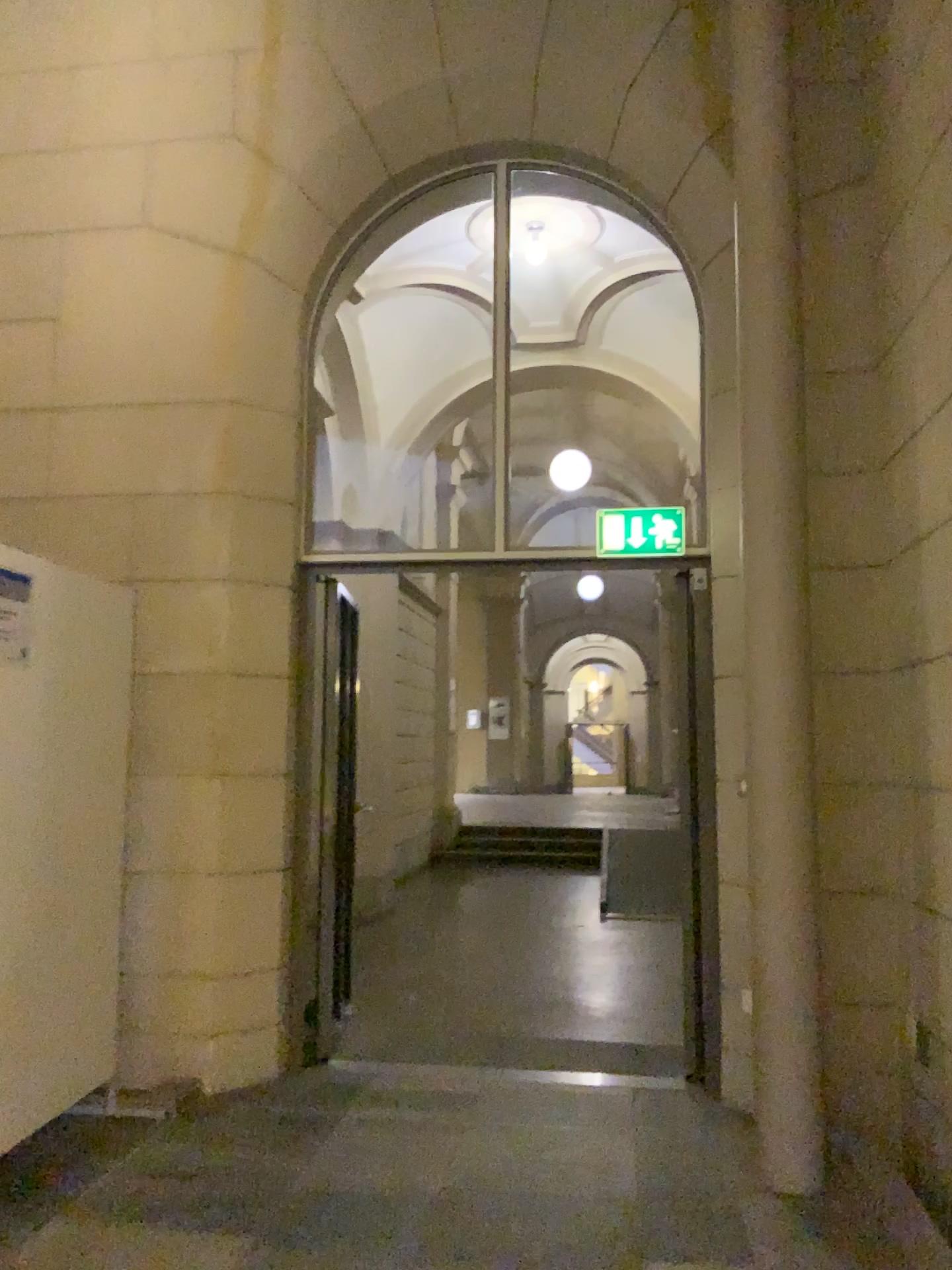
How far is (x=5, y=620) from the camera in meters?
3.2 m

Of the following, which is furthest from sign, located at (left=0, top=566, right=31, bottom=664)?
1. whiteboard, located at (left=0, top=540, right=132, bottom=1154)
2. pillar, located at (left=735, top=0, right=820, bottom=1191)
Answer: pillar, located at (left=735, top=0, right=820, bottom=1191)

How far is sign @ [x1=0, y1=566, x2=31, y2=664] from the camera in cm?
319

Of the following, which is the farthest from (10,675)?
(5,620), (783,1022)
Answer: (783,1022)

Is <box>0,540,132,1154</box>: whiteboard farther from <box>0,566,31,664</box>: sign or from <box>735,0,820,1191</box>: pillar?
<box>735,0,820,1191</box>: pillar

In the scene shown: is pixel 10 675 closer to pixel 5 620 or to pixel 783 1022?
pixel 5 620

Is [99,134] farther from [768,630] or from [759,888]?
[759,888]
